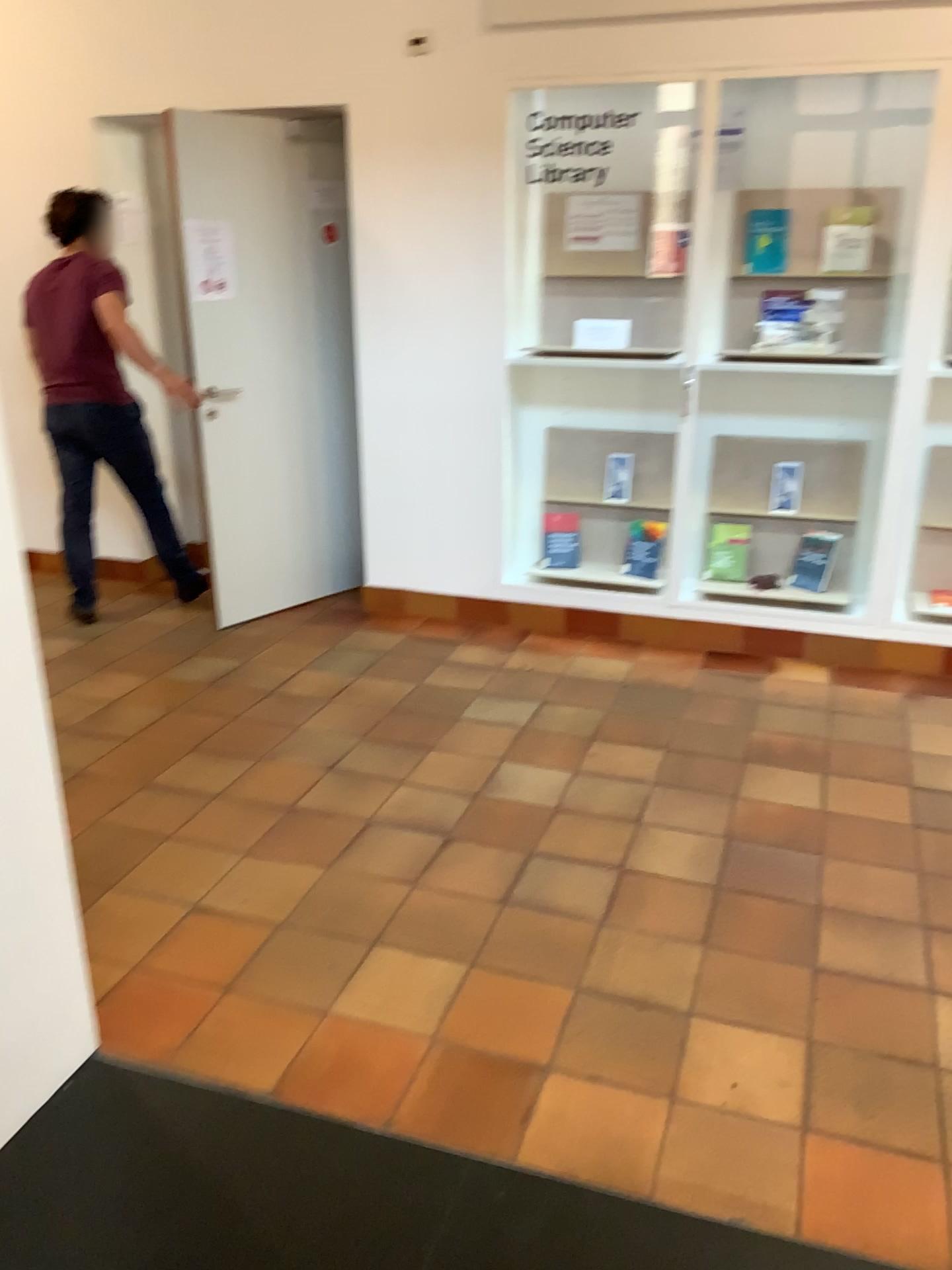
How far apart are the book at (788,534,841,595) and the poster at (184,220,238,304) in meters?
2.6 m

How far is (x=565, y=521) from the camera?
4.87m

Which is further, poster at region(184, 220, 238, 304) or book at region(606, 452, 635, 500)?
book at region(606, 452, 635, 500)

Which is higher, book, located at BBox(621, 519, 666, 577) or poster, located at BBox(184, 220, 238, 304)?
poster, located at BBox(184, 220, 238, 304)

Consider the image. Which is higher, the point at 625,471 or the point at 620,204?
the point at 620,204

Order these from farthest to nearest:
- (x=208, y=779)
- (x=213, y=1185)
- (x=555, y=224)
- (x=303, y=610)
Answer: (x=303, y=610) < (x=555, y=224) < (x=208, y=779) < (x=213, y=1185)

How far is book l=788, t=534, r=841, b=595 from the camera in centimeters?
445cm

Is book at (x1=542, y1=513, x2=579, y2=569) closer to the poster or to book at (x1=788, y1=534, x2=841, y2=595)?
book at (x1=788, y1=534, x2=841, y2=595)

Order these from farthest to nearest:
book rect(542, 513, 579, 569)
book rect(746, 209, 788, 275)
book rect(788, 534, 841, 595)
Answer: book rect(542, 513, 579, 569)
book rect(788, 534, 841, 595)
book rect(746, 209, 788, 275)

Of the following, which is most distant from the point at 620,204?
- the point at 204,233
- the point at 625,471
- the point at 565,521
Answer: the point at 204,233
